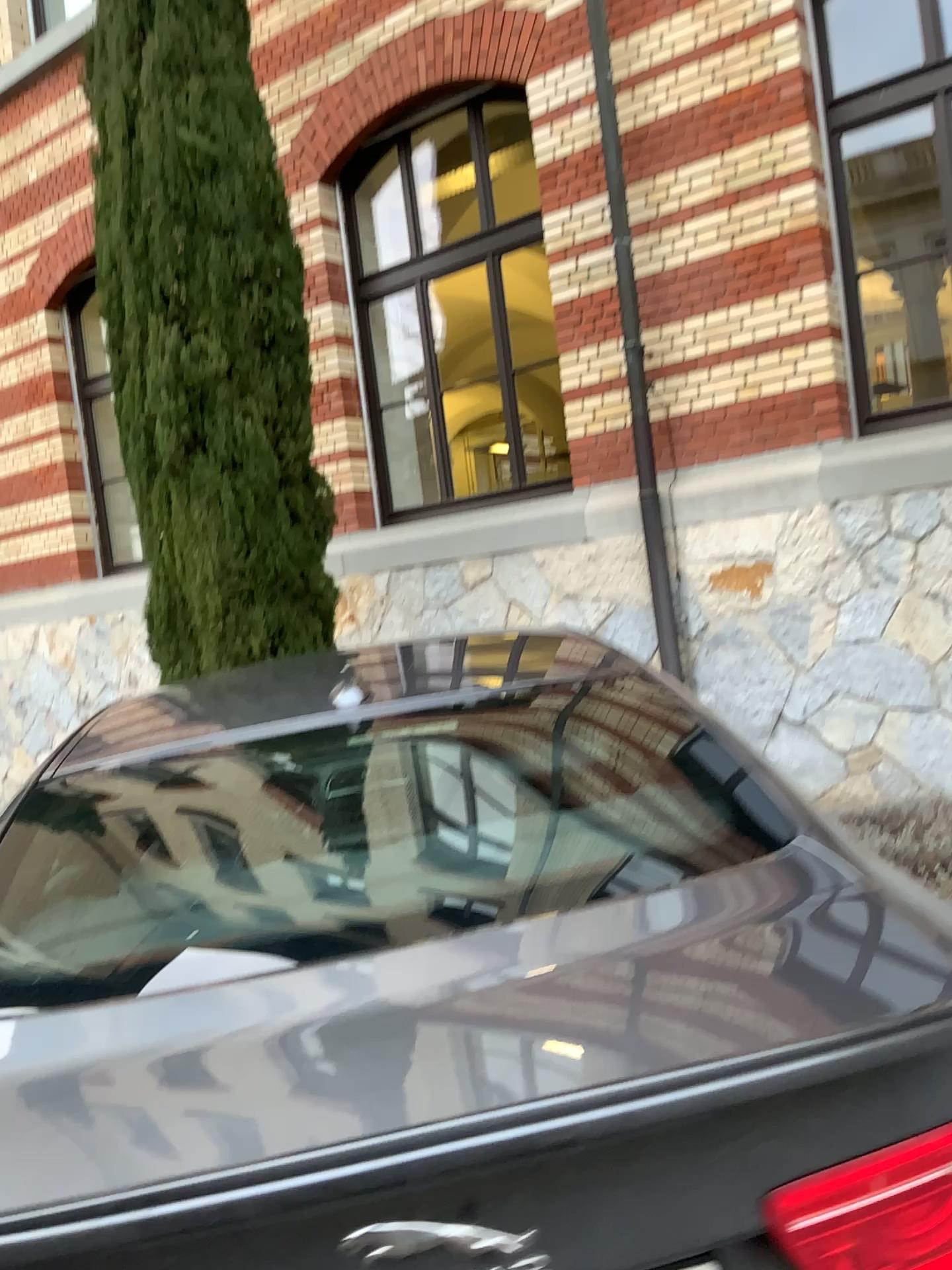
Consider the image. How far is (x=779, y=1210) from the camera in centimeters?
94cm

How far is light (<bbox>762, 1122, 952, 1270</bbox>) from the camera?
0.94m

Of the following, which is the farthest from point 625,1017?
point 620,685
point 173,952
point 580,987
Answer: point 620,685
